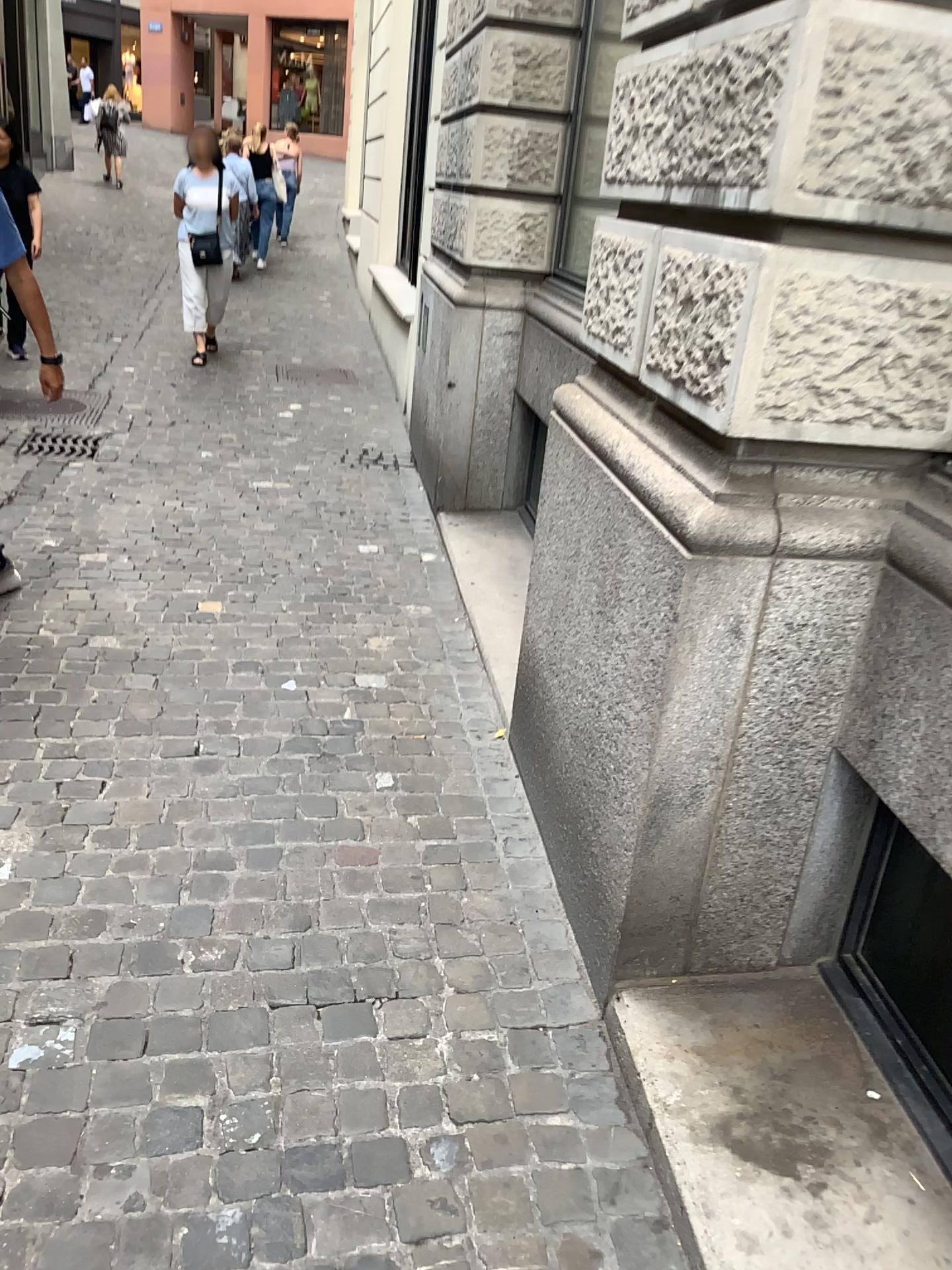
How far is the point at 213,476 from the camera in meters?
4.8
